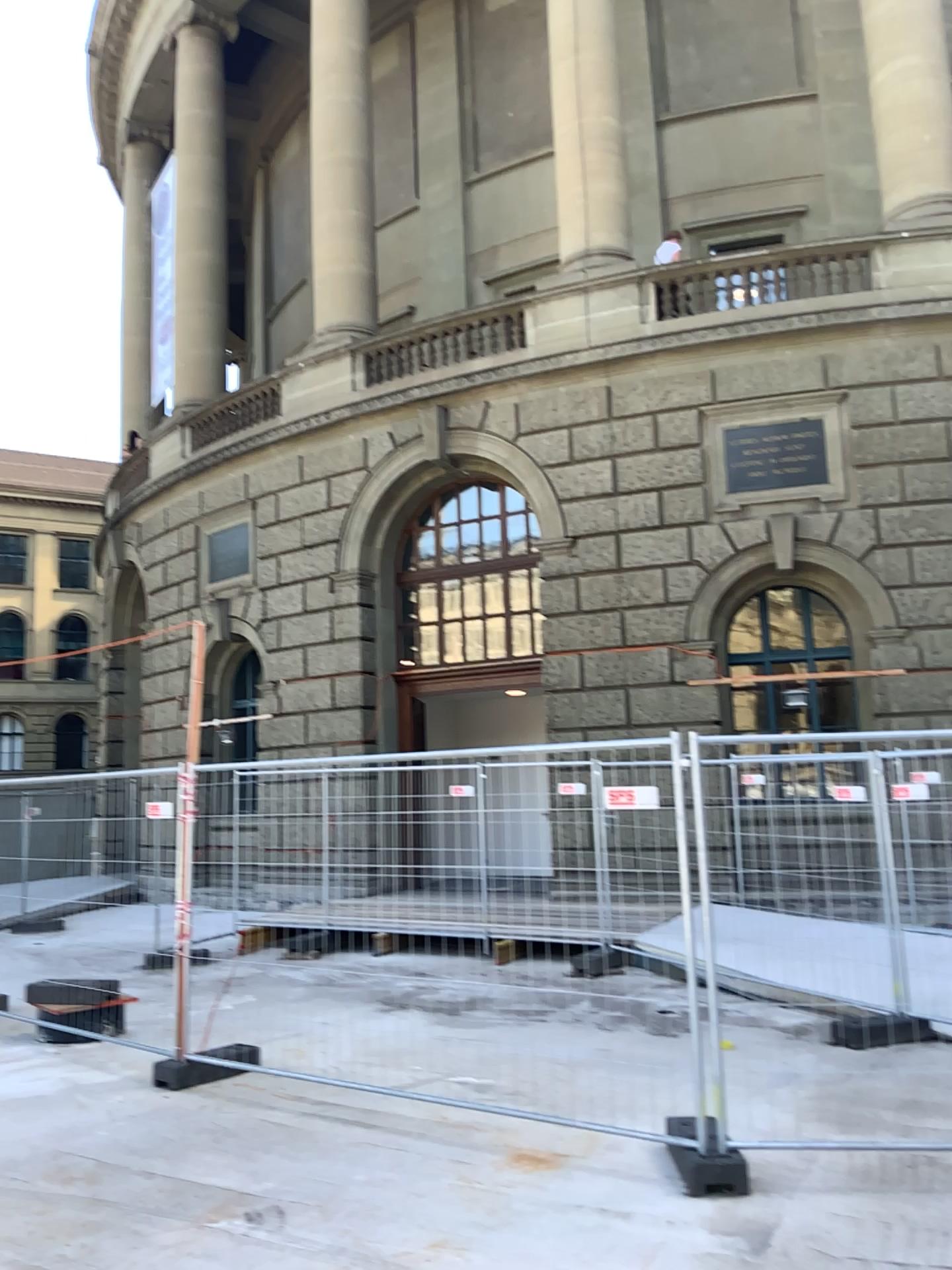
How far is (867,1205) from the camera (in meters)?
4.27
